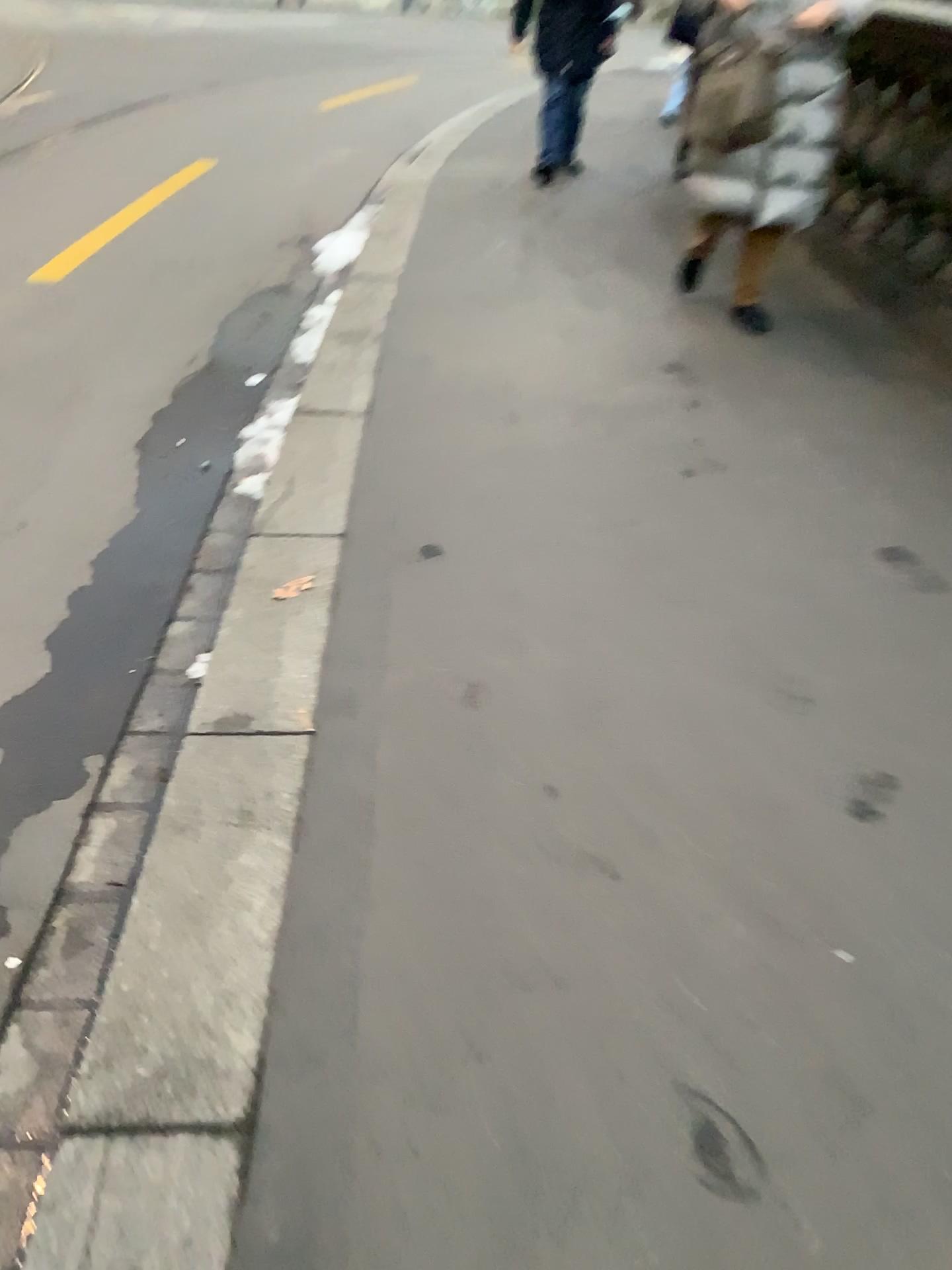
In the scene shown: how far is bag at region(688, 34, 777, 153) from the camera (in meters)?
3.53

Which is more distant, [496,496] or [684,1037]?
[496,496]

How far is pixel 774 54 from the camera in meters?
3.5 m
